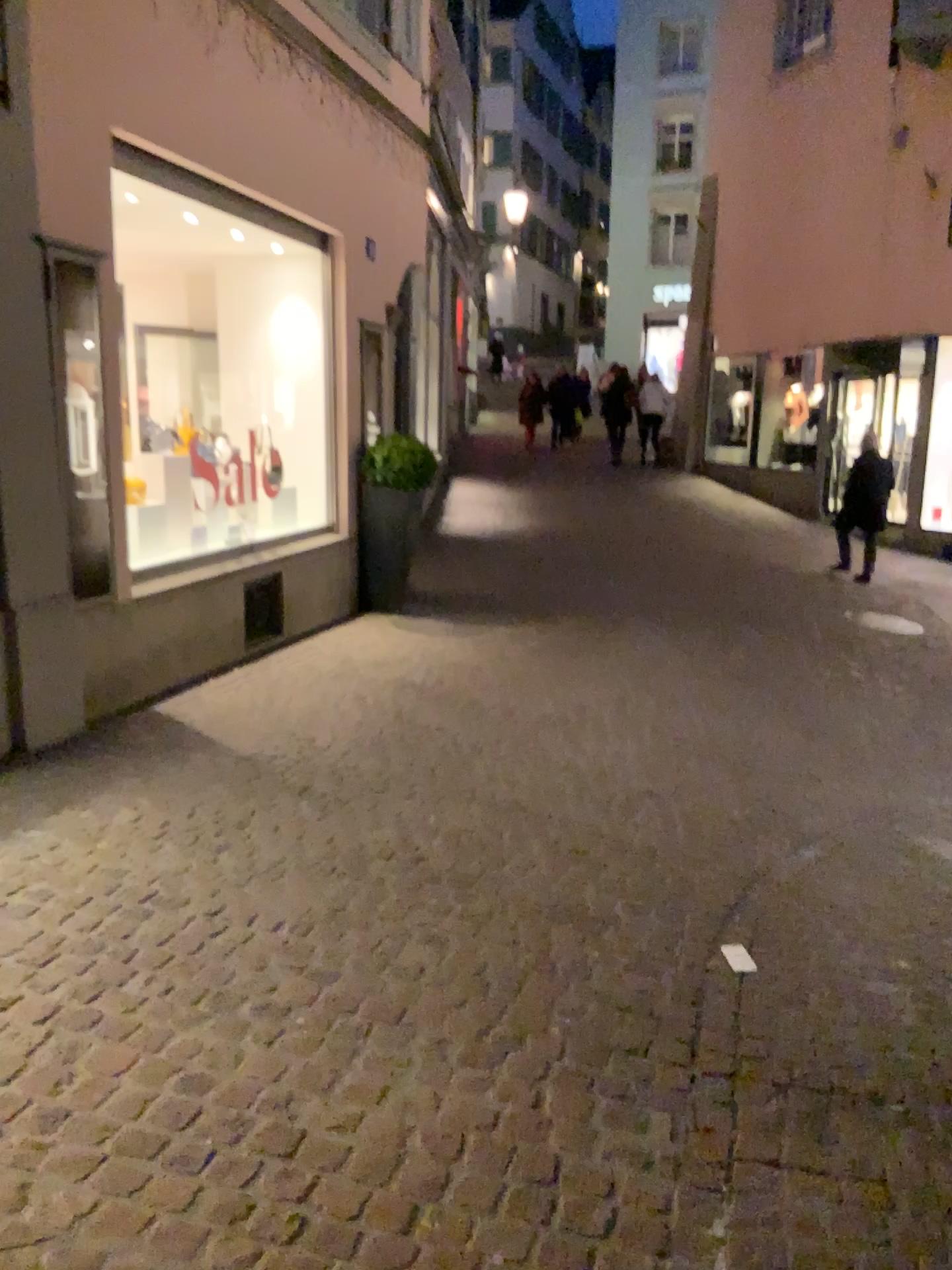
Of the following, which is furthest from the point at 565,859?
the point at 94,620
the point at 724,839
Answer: the point at 94,620
